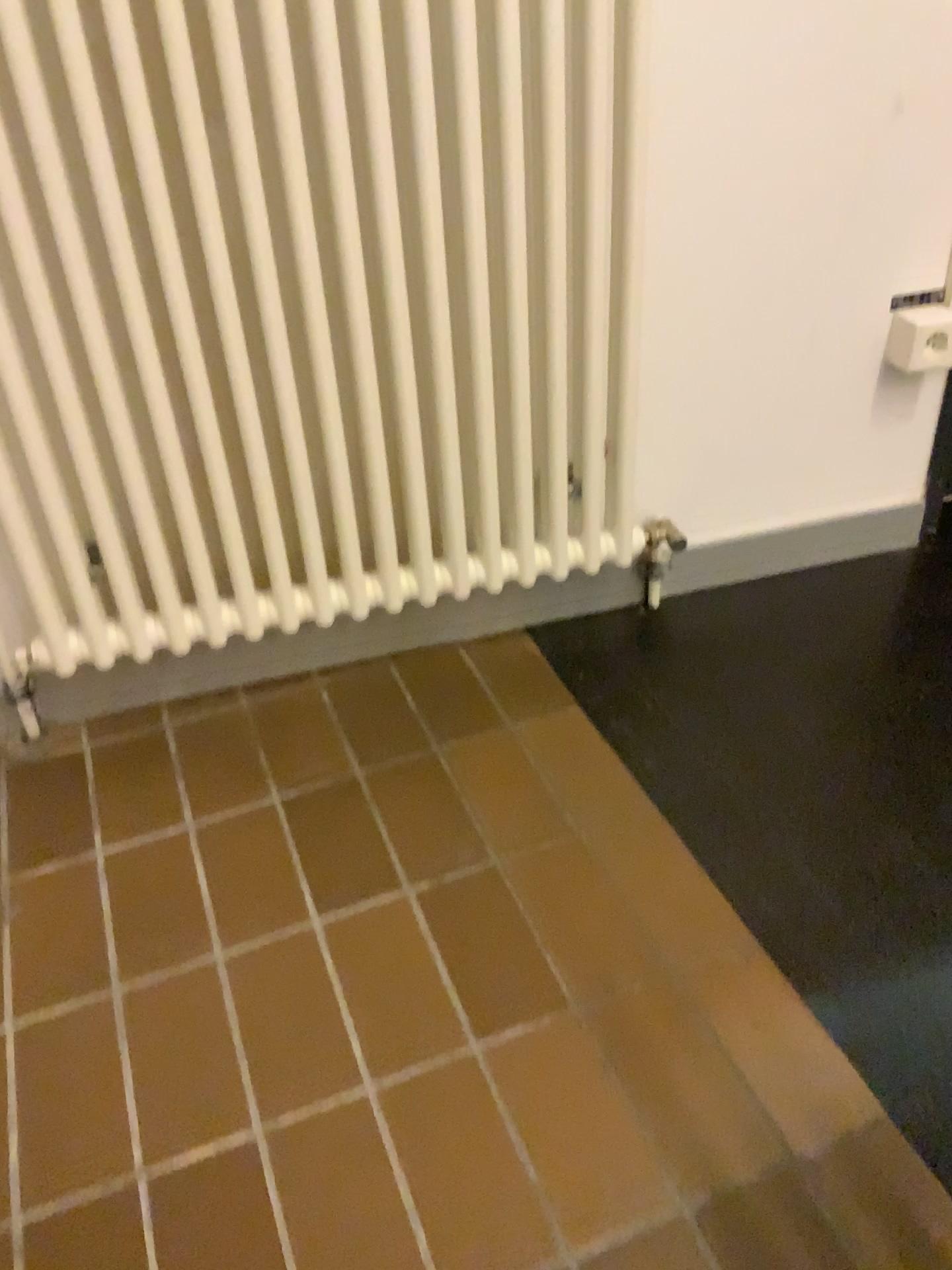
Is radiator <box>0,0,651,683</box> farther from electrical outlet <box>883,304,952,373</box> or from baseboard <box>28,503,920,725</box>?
electrical outlet <box>883,304,952,373</box>

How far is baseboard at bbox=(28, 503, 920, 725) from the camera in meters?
1.4

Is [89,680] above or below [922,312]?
below

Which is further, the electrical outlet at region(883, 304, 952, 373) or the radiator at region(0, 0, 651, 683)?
the electrical outlet at region(883, 304, 952, 373)

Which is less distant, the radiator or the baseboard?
the radiator

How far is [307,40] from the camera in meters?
1.0

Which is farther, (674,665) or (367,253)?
(674,665)

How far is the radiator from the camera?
1.0m

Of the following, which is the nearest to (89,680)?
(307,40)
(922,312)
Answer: (307,40)

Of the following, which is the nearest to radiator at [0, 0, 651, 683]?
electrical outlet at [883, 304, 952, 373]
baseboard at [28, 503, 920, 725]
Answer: baseboard at [28, 503, 920, 725]
